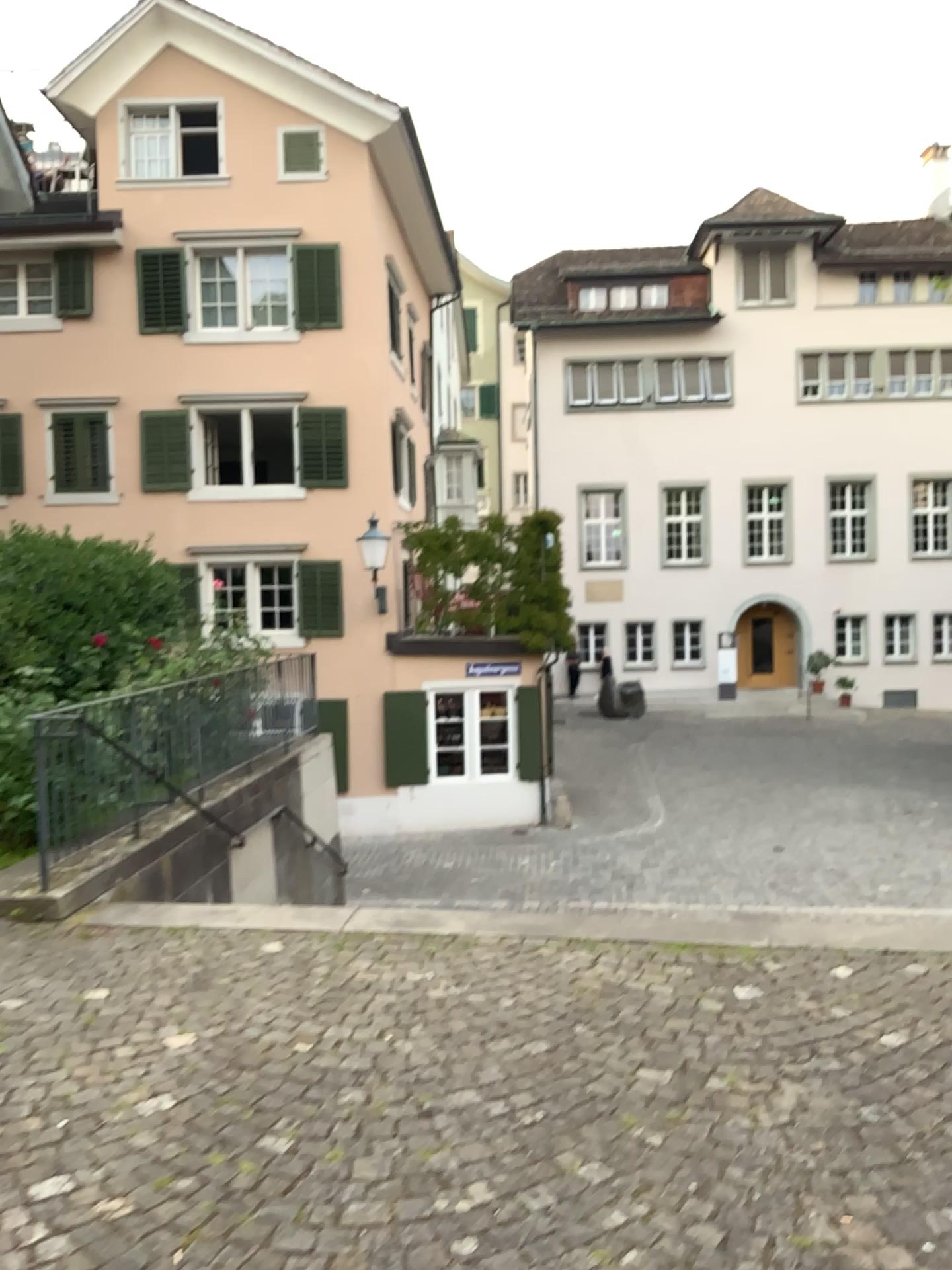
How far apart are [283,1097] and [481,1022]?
0.9m
